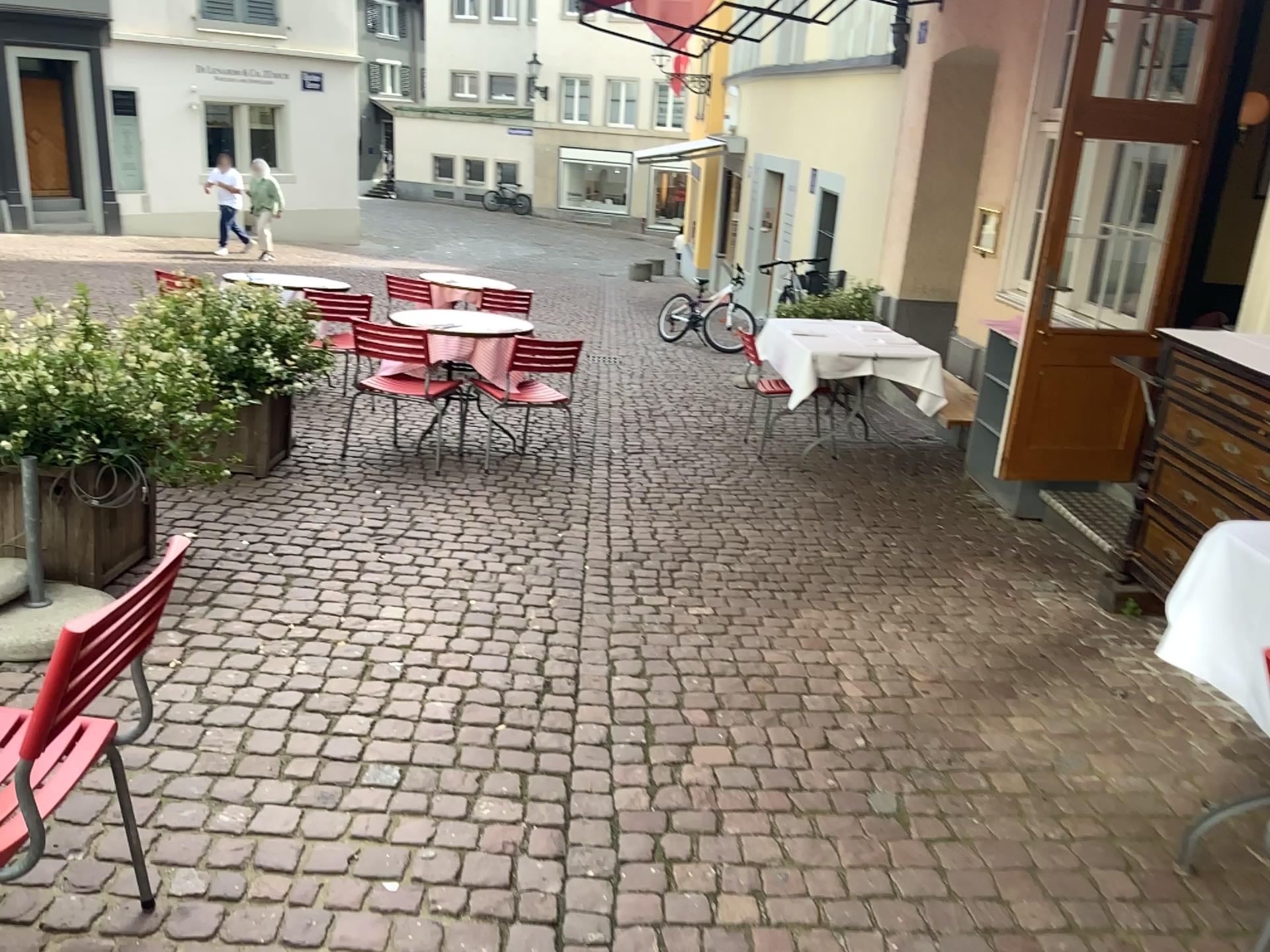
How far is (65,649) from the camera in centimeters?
150cm

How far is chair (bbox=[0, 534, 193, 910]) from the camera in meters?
1.5 m

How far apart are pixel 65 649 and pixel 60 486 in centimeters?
201cm

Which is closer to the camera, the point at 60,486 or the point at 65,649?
the point at 65,649

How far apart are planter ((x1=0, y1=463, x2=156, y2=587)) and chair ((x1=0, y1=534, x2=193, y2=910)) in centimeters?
172cm

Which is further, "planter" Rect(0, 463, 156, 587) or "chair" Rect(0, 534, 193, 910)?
"planter" Rect(0, 463, 156, 587)

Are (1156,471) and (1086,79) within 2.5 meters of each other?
yes

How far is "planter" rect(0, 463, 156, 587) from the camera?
3.26m
